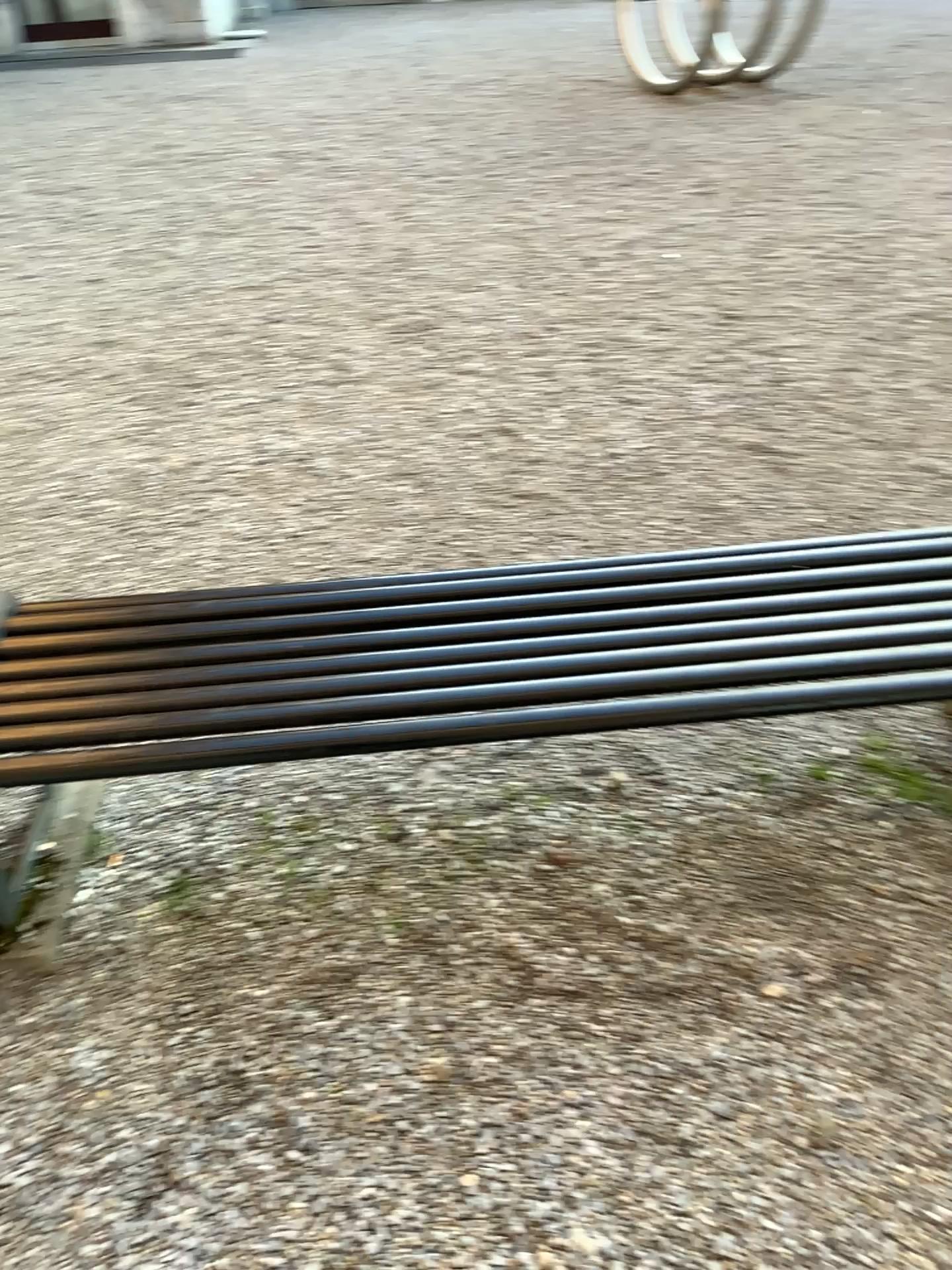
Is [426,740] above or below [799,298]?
above
